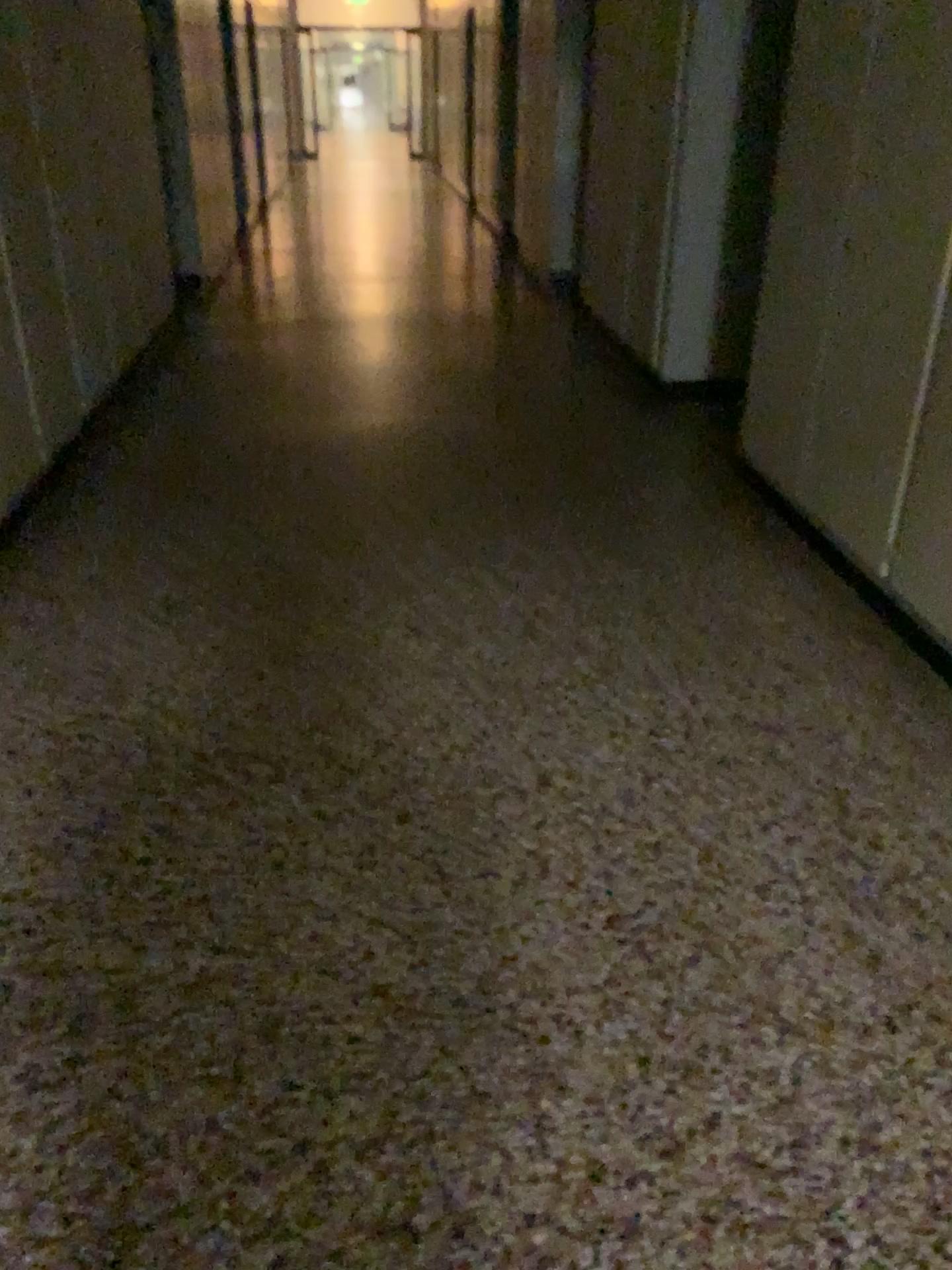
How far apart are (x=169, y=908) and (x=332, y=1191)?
0.7 meters

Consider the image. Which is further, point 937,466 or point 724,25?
point 724,25

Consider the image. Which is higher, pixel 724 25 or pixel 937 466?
pixel 724 25

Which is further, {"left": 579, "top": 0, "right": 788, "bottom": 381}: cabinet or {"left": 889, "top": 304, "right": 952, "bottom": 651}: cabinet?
{"left": 579, "top": 0, "right": 788, "bottom": 381}: cabinet
